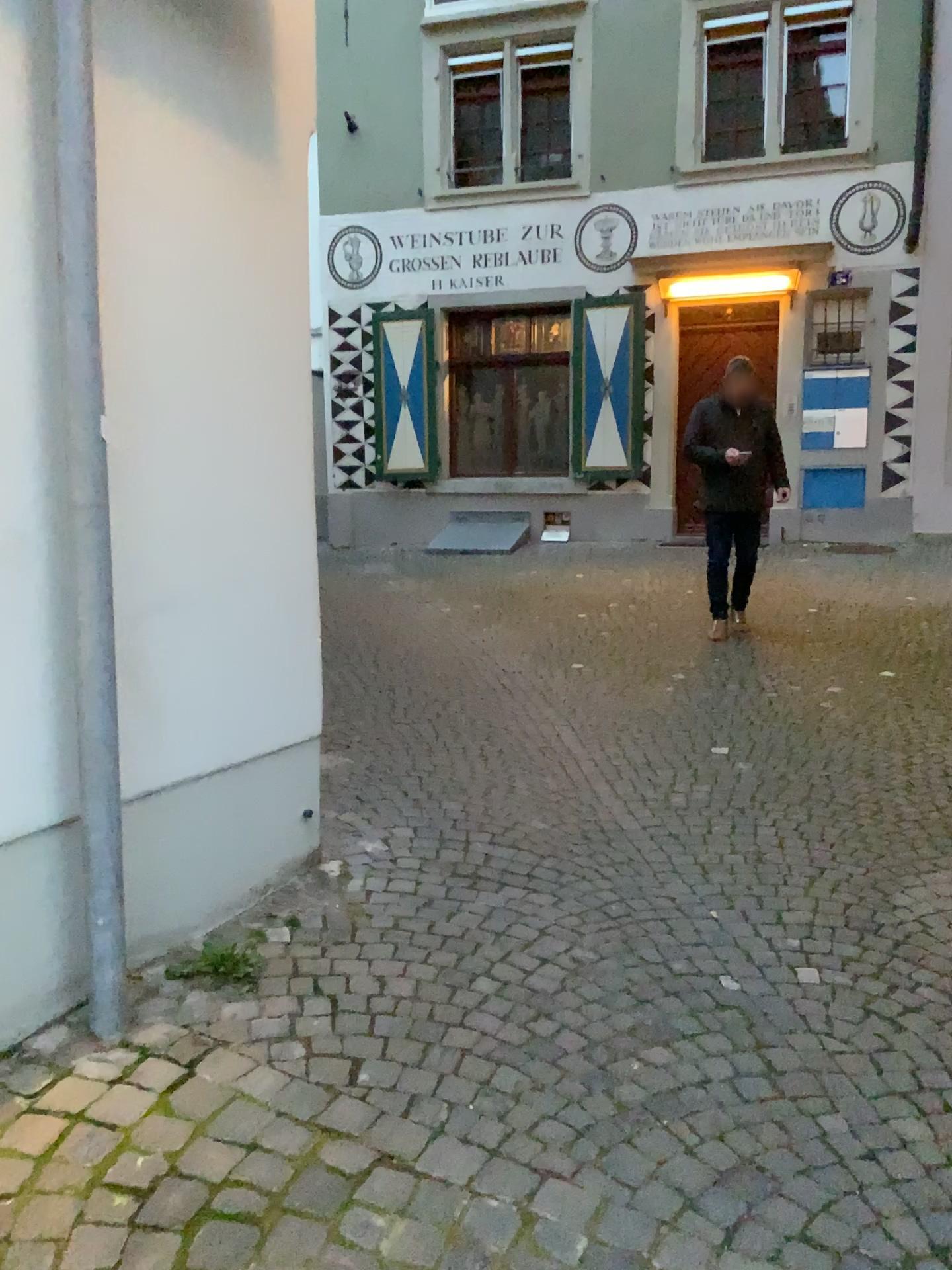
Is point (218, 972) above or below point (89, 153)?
below

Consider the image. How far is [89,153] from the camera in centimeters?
205cm

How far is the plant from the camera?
2.41m

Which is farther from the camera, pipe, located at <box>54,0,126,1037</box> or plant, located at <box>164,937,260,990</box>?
plant, located at <box>164,937,260,990</box>

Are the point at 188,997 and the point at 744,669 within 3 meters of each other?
no

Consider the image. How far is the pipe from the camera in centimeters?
205cm

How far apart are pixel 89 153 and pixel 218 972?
1.76m
